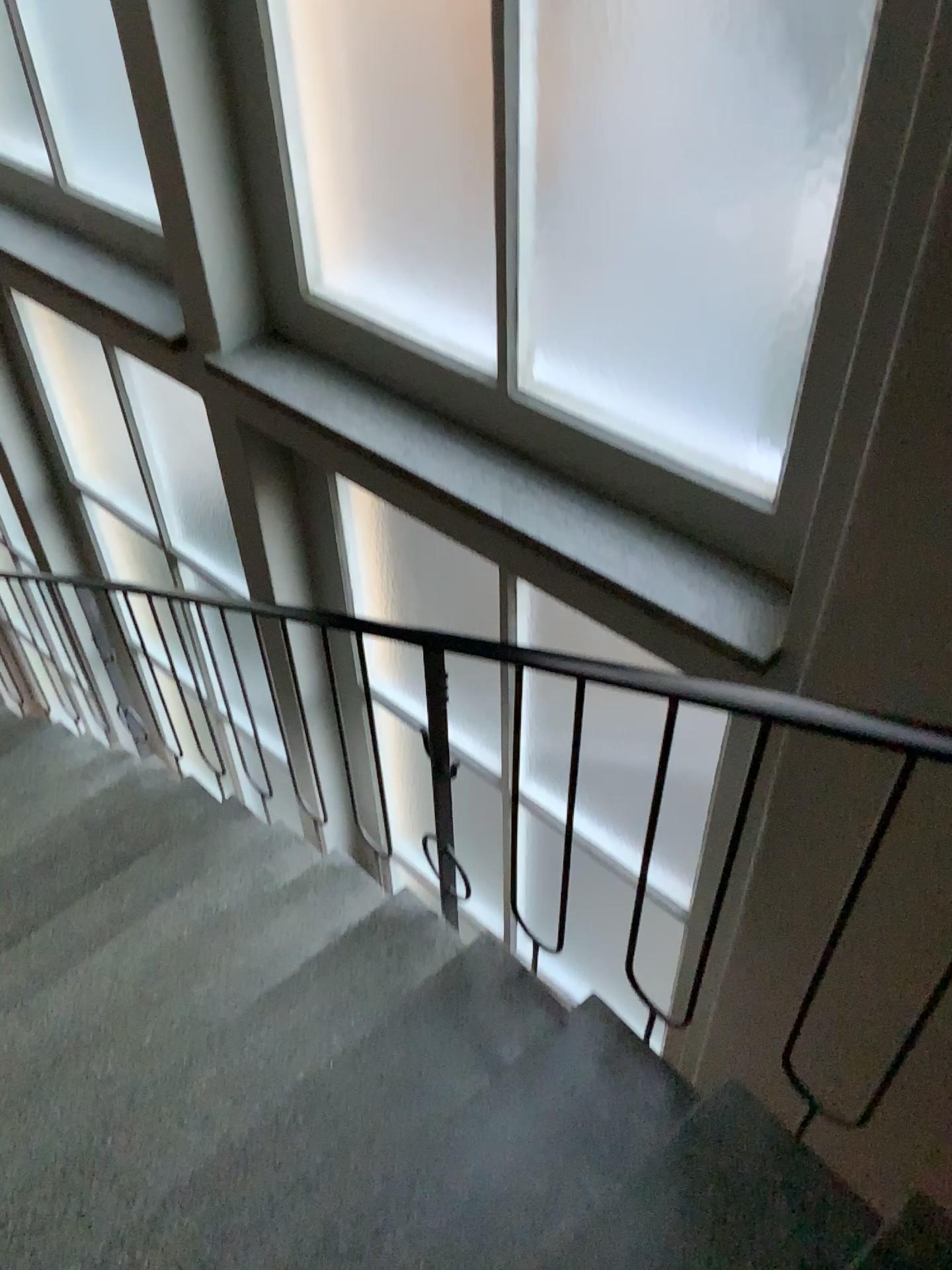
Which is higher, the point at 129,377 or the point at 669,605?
the point at 669,605

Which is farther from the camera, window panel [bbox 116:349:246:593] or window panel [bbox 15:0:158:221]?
window panel [bbox 116:349:246:593]

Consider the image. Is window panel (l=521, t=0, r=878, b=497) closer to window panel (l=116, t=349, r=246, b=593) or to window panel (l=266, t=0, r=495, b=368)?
window panel (l=266, t=0, r=495, b=368)

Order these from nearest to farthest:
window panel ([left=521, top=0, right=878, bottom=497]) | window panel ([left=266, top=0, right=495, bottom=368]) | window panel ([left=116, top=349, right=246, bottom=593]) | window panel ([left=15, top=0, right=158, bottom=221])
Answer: window panel ([left=521, top=0, right=878, bottom=497]) → window panel ([left=266, top=0, right=495, bottom=368]) → window panel ([left=15, top=0, right=158, bottom=221]) → window panel ([left=116, top=349, right=246, bottom=593])

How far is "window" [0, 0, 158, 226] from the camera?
2.6m

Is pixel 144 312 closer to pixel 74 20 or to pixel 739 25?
pixel 74 20

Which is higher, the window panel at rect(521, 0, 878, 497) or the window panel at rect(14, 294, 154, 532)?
the window panel at rect(521, 0, 878, 497)

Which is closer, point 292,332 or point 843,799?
point 843,799

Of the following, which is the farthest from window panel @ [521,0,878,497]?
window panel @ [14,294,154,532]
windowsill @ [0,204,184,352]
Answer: window panel @ [14,294,154,532]

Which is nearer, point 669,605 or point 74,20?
point 669,605
